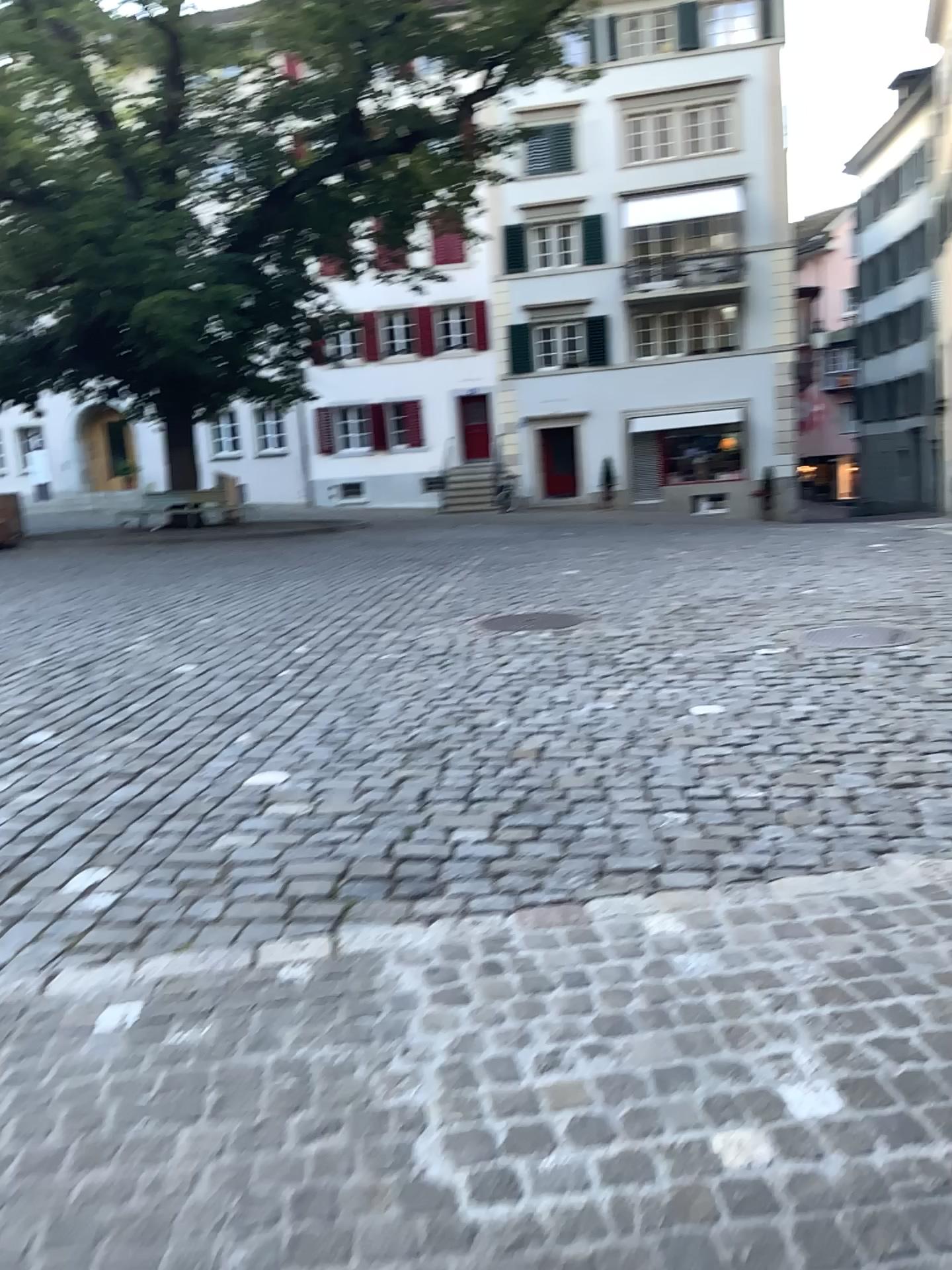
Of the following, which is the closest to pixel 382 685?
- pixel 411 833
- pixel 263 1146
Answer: pixel 411 833
